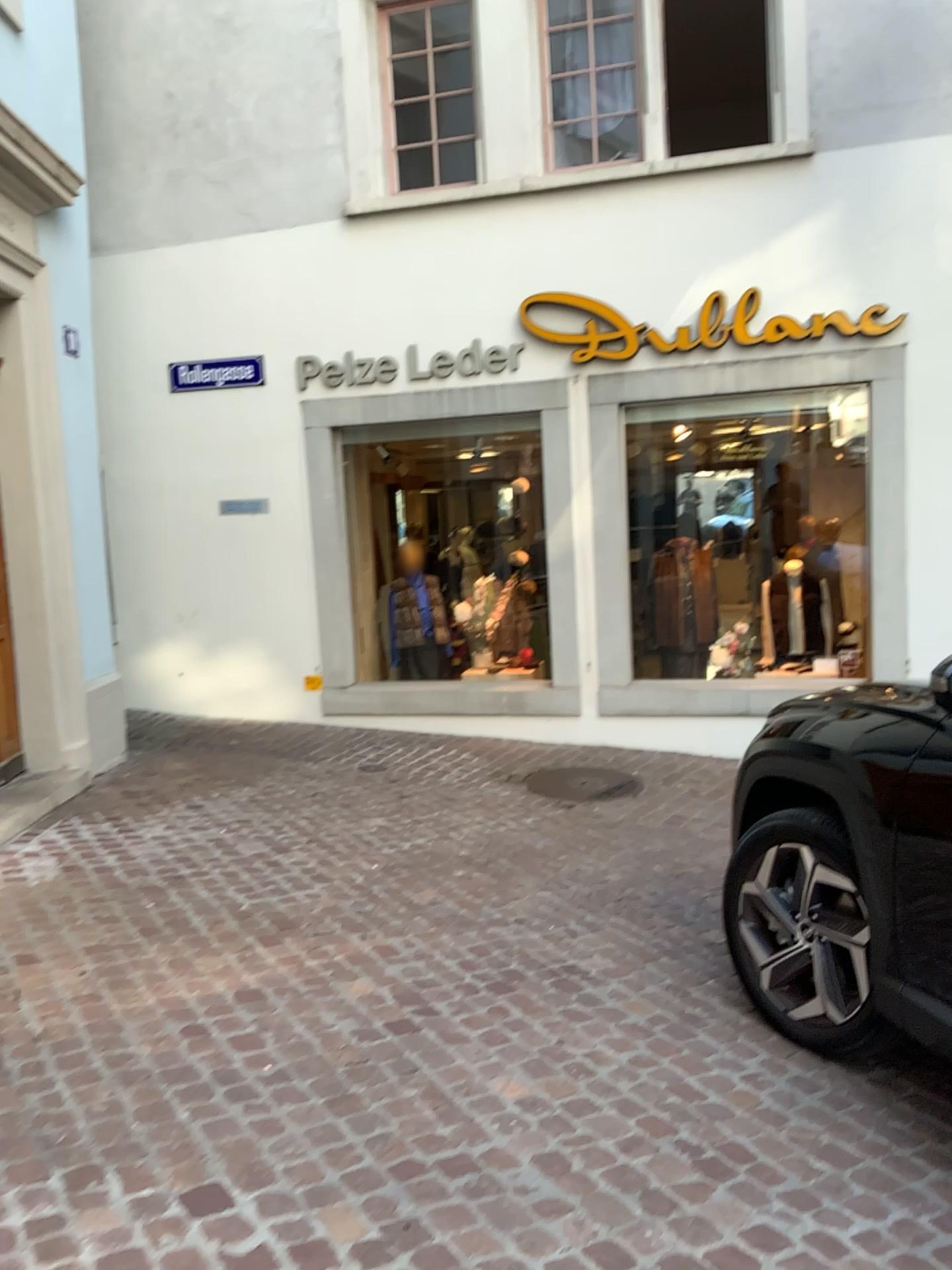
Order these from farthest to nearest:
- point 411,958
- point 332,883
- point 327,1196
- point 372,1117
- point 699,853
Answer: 1. point 699,853
2. point 332,883
3. point 411,958
4. point 372,1117
5. point 327,1196
